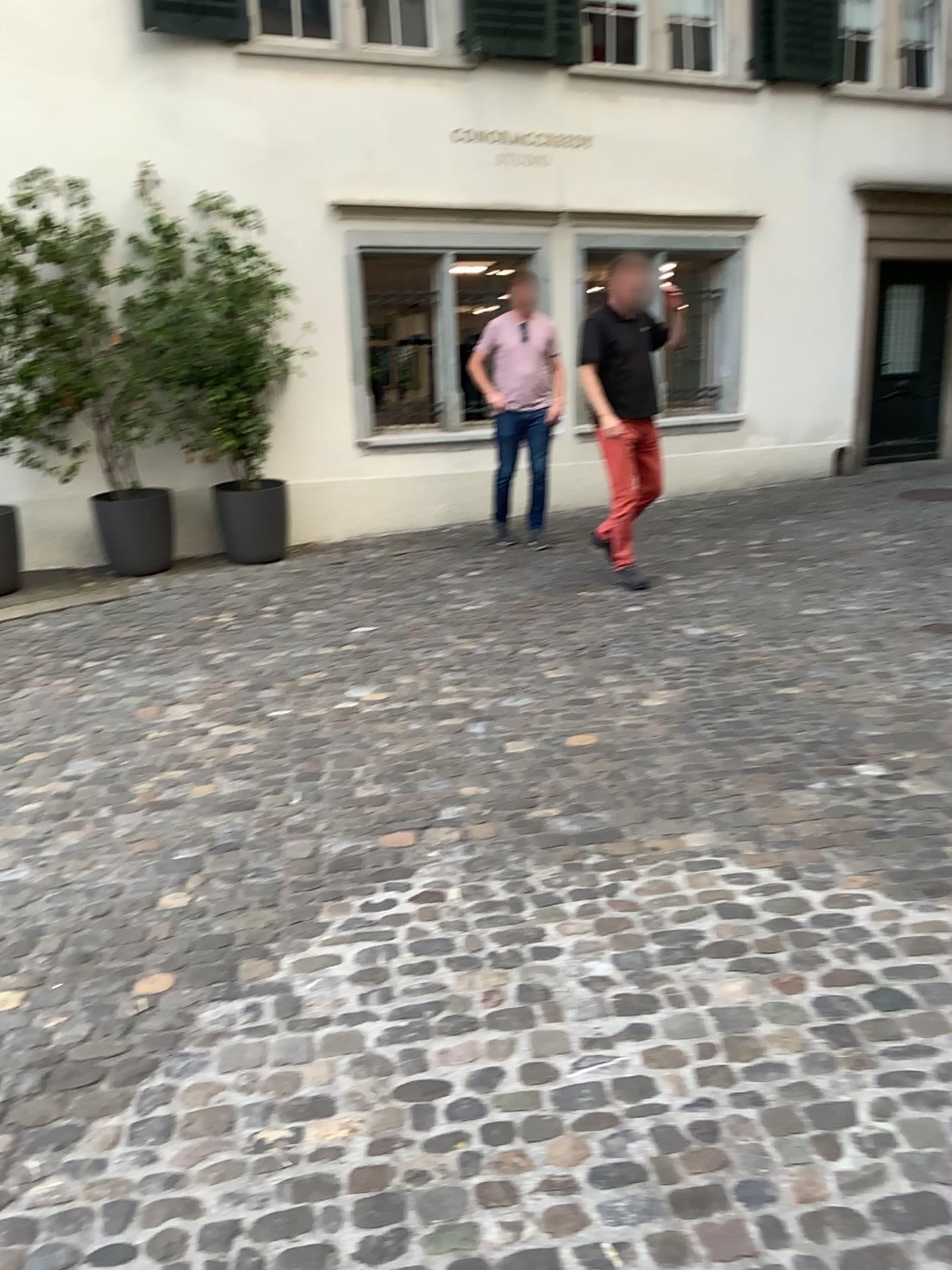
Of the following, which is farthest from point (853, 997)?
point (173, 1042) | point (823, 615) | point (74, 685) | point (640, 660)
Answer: point (74, 685)
